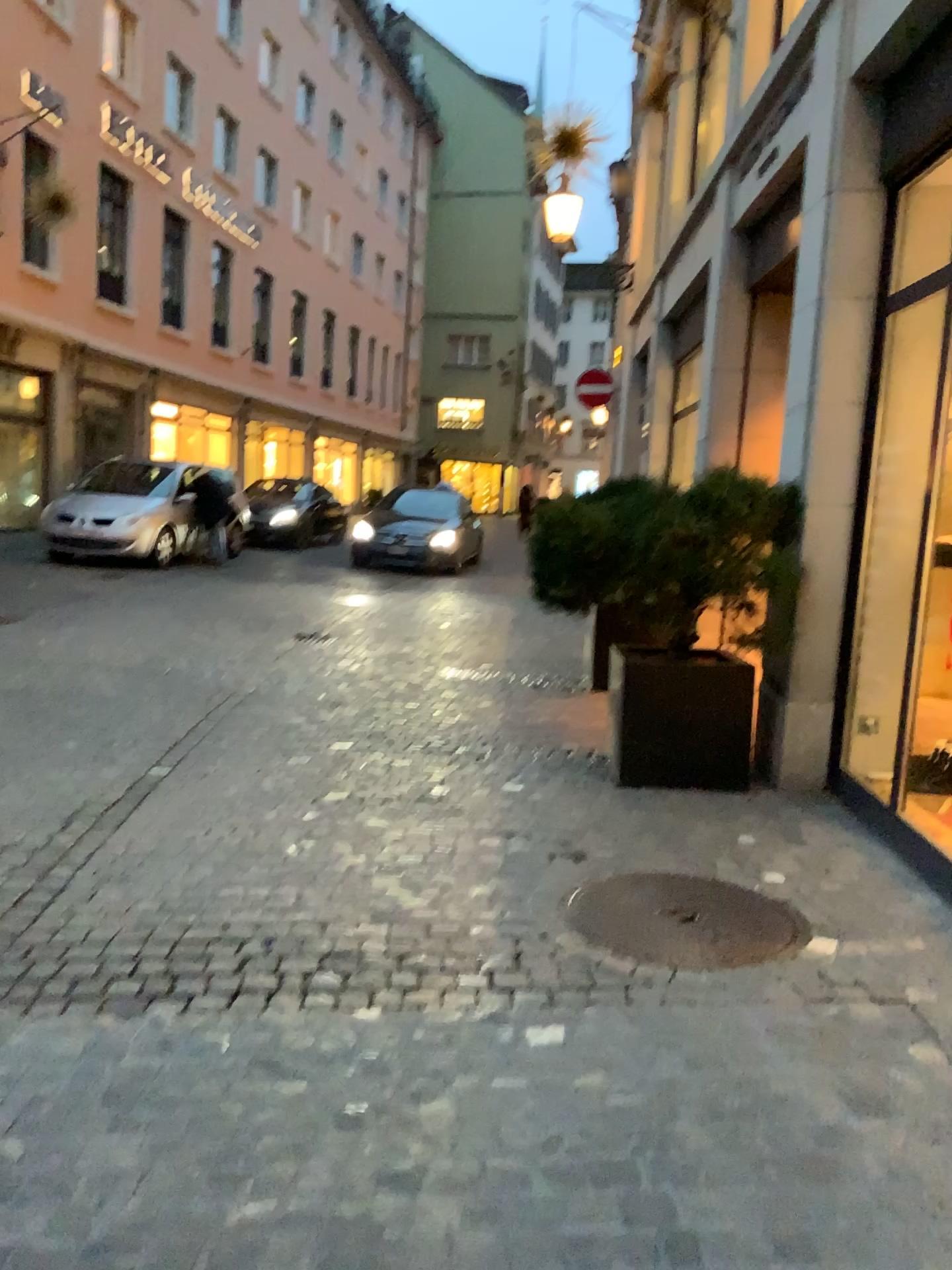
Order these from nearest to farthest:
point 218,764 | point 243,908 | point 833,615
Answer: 1. point 243,908
2. point 833,615
3. point 218,764

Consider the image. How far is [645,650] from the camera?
4.7m

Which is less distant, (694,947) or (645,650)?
(694,947)

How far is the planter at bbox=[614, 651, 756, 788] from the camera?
4.74m

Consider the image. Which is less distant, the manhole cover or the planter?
the manhole cover

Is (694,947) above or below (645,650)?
below
